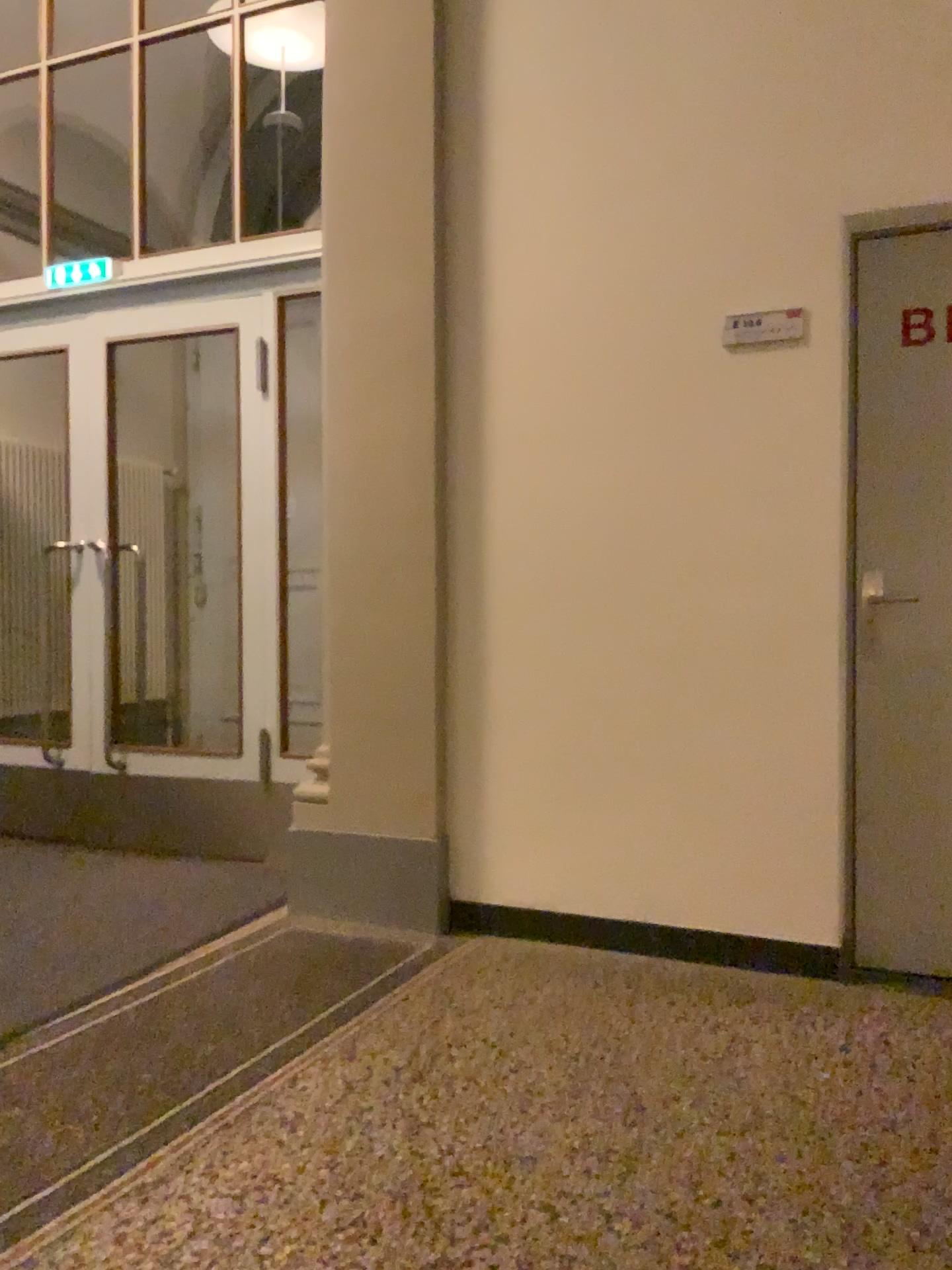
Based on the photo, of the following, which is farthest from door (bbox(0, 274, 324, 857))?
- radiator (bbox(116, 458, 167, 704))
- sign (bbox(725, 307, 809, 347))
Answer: sign (bbox(725, 307, 809, 347))

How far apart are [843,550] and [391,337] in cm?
147

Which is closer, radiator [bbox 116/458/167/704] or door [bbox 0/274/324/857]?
door [bbox 0/274/324/857]

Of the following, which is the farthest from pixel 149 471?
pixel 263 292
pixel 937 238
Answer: pixel 937 238

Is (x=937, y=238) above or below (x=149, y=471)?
above

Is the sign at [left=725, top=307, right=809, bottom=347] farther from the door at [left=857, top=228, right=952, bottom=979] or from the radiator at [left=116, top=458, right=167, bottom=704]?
the radiator at [left=116, top=458, right=167, bottom=704]

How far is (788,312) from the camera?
2.9m

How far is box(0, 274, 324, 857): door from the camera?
4.1 meters

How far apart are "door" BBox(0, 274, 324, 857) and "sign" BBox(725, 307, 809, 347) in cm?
182

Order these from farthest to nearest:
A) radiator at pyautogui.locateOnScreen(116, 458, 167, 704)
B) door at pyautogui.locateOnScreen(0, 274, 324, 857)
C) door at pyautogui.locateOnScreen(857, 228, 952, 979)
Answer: radiator at pyautogui.locateOnScreen(116, 458, 167, 704), door at pyautogui.locateOnScreen(0, 274, 324, 857), door at pyautogui.locateOnScreen(857, 228, 952, 979)
